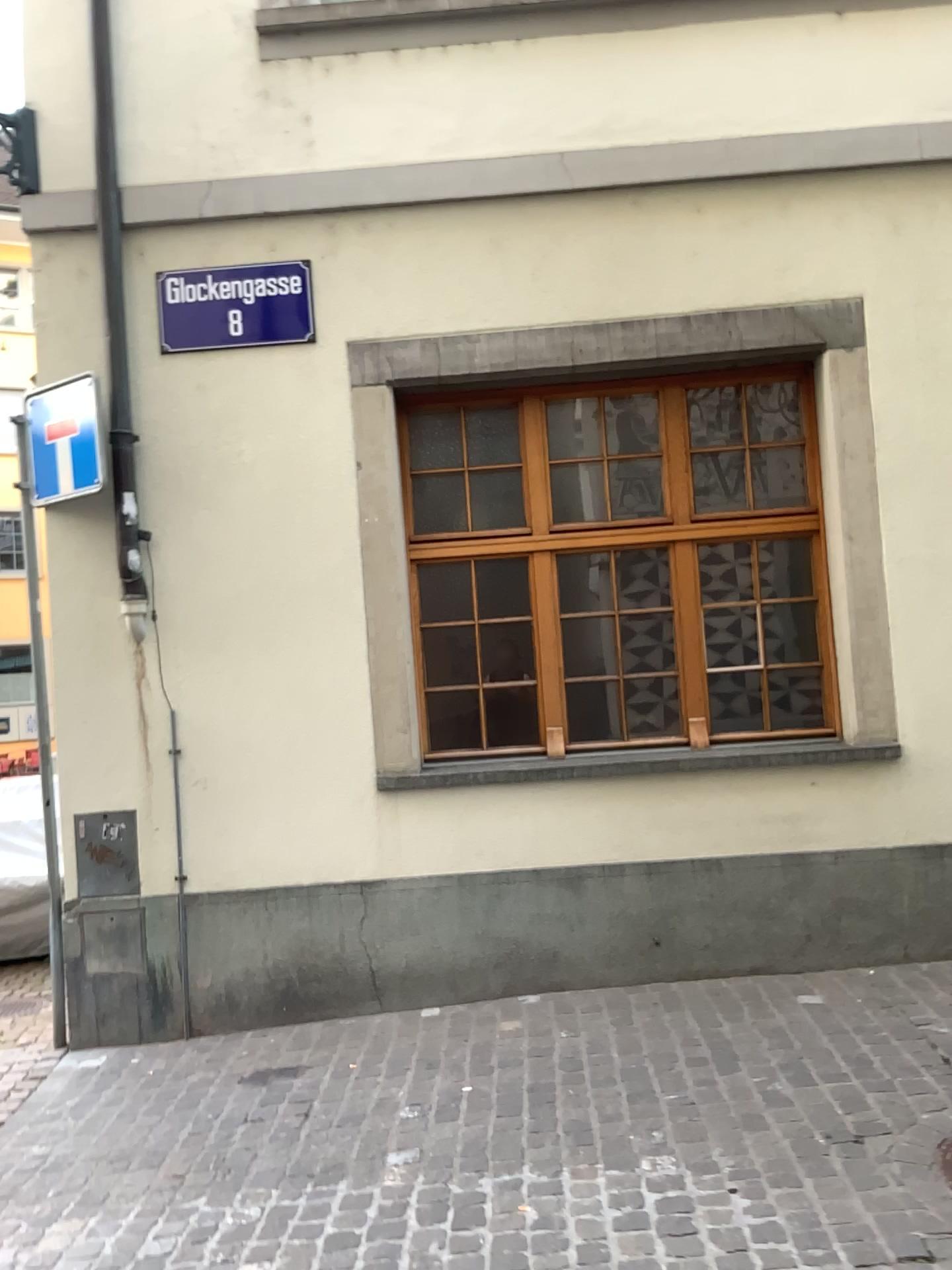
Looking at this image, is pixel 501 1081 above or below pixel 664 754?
below
